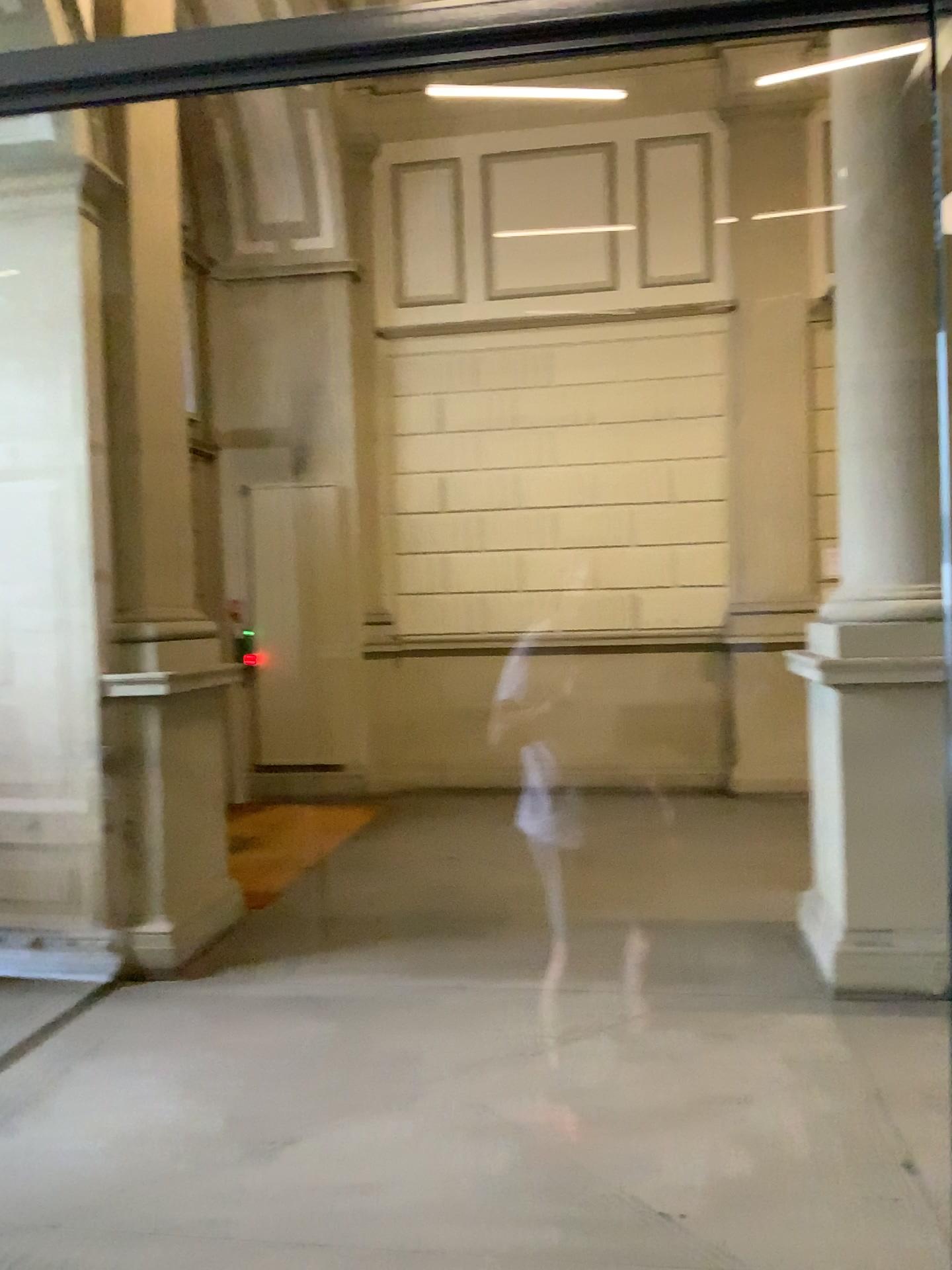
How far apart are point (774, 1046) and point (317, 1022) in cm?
166
